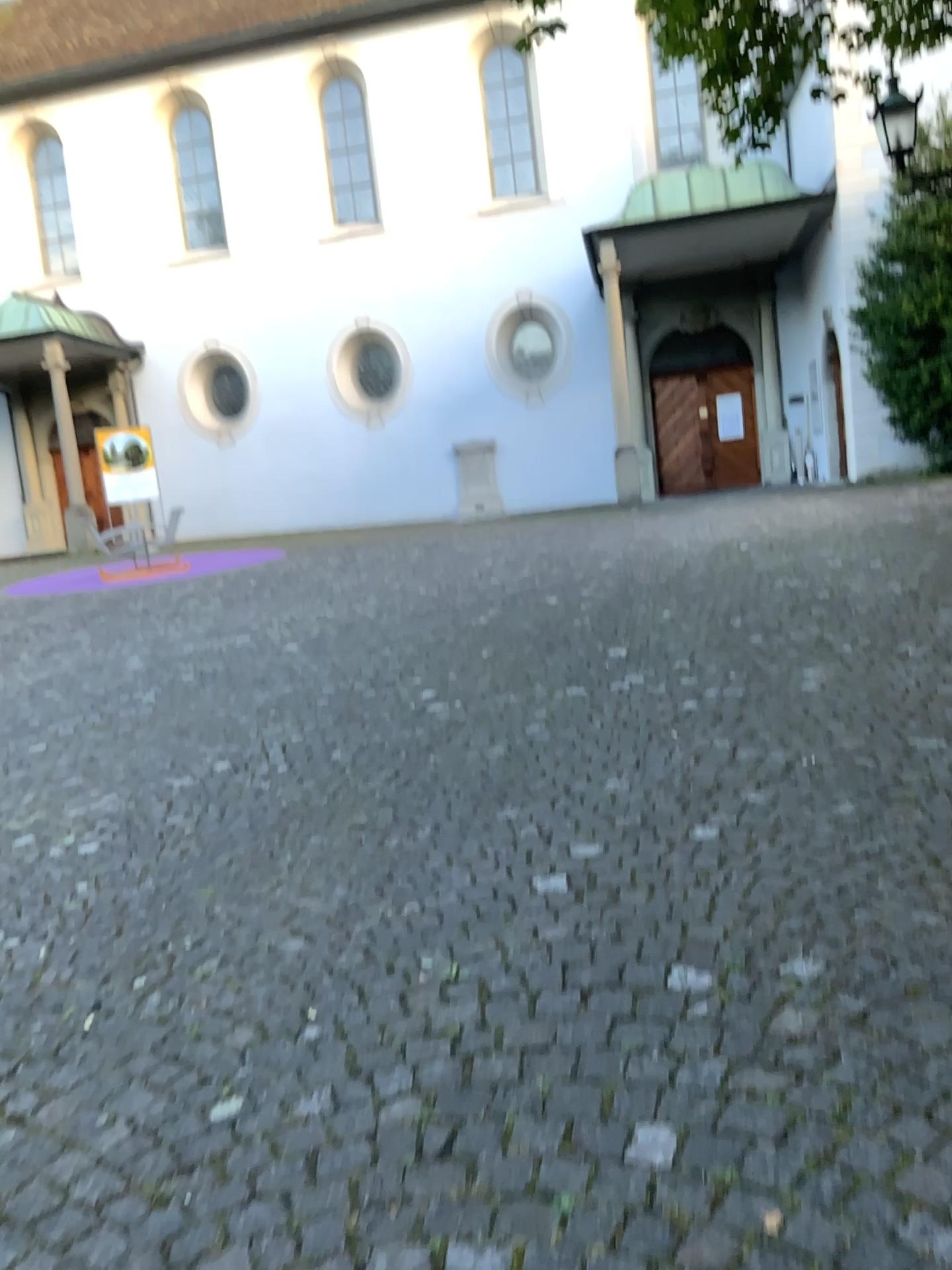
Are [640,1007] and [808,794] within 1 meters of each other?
no
